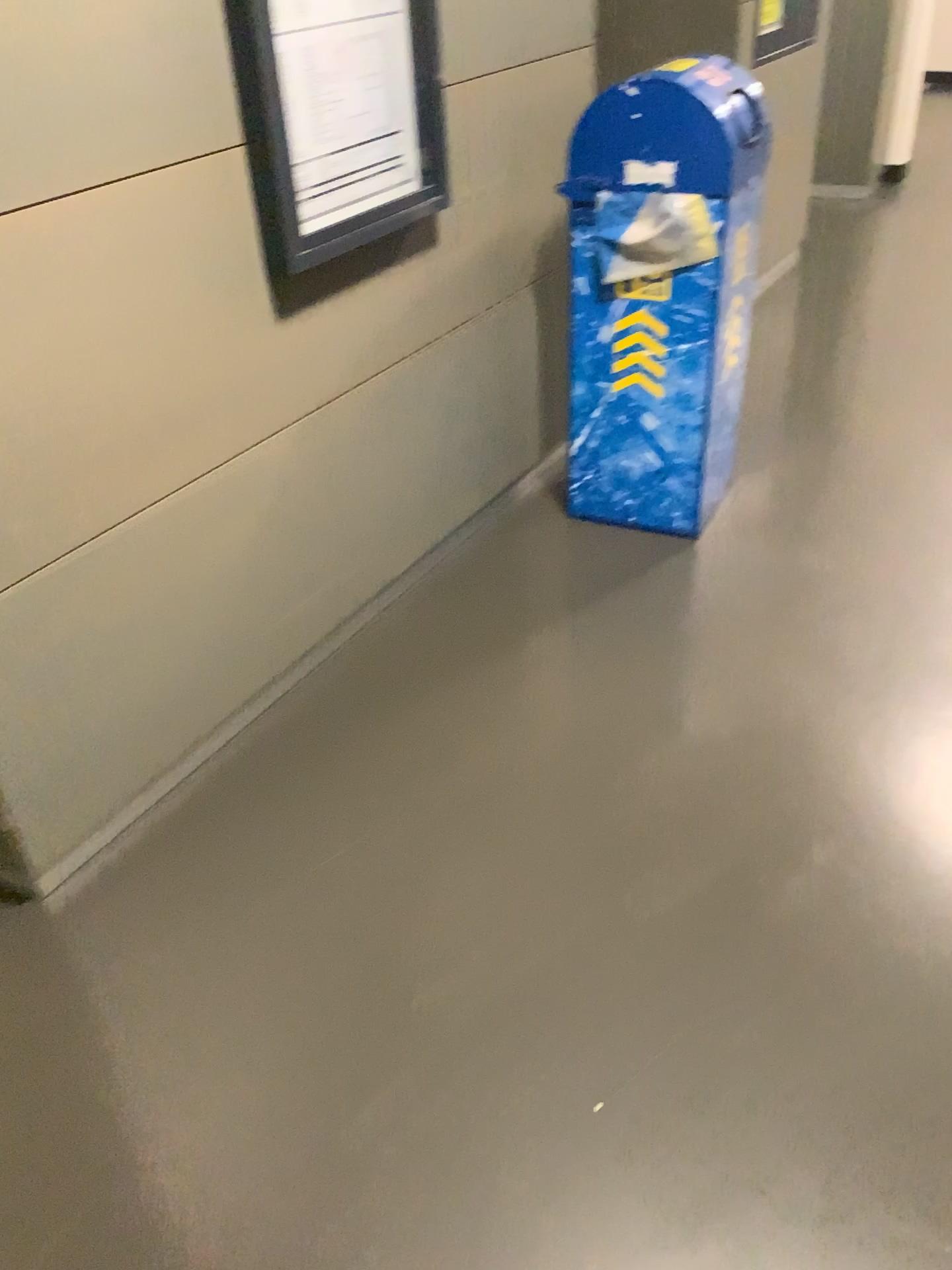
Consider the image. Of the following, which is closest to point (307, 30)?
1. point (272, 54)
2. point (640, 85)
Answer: point (272, 54)

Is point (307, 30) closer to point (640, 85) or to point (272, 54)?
point (272, 54)

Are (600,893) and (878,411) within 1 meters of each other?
no

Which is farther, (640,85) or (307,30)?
(640,85)

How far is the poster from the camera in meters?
1.9

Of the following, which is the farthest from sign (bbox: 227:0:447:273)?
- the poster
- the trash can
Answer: the trash can

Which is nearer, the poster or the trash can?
the poster

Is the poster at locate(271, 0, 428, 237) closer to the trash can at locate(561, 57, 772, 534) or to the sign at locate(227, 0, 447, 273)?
the sign at locate(227, 0, 447, 273)

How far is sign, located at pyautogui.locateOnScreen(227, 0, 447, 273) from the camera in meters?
1.8 m

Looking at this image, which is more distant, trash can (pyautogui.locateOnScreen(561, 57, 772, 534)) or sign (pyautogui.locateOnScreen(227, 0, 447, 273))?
trash can (pyautogui.locateOnScreen(561, 57, 772, 534))
